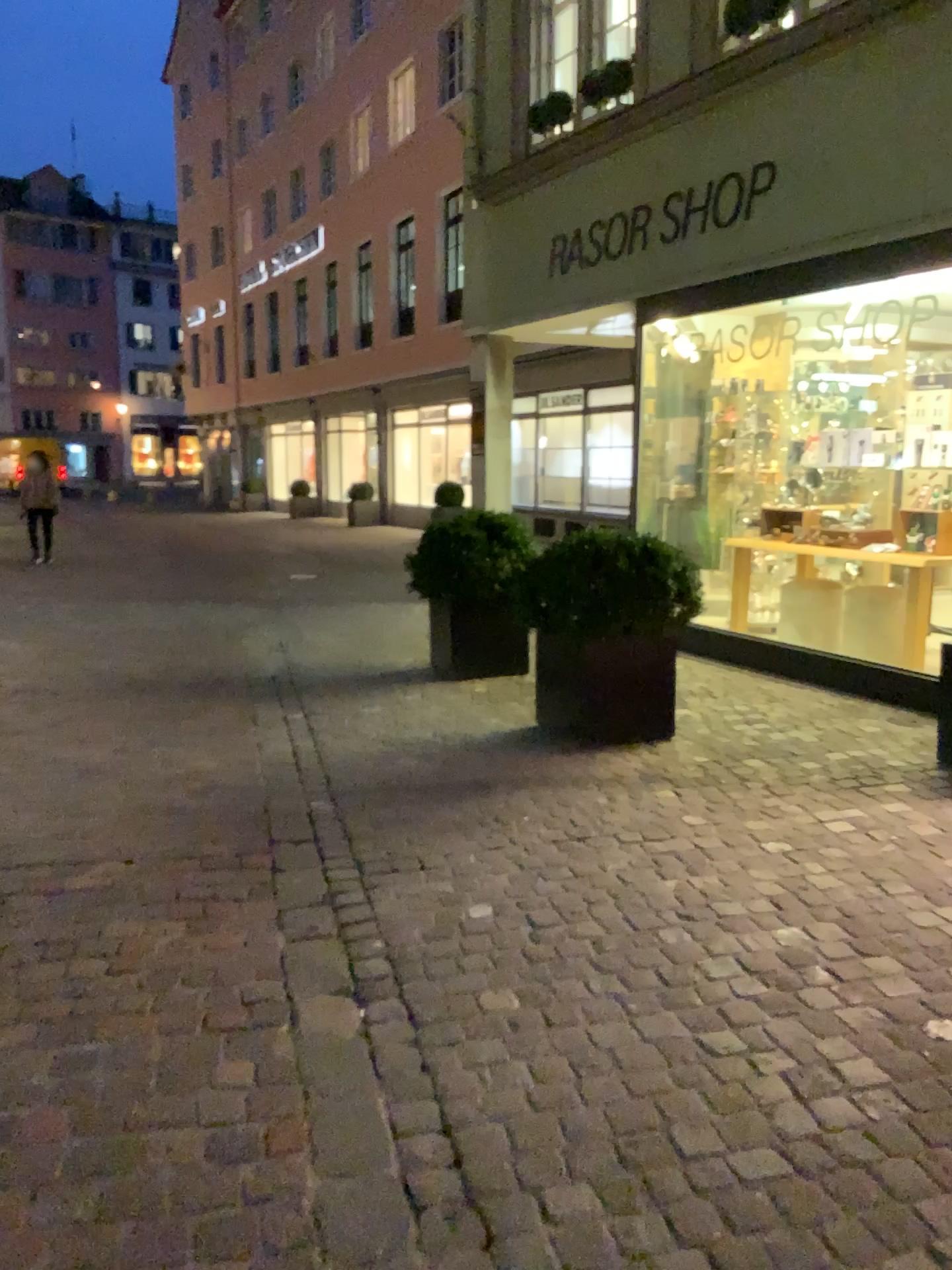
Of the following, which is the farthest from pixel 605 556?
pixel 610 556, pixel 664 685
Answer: pixel 664 685

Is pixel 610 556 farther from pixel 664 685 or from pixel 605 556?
pixel 664 685

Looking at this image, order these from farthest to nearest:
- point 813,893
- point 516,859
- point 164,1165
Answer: point 516,859, point 813,893, point 164,1165

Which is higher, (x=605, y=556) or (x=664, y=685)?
(x=605, y=556)
